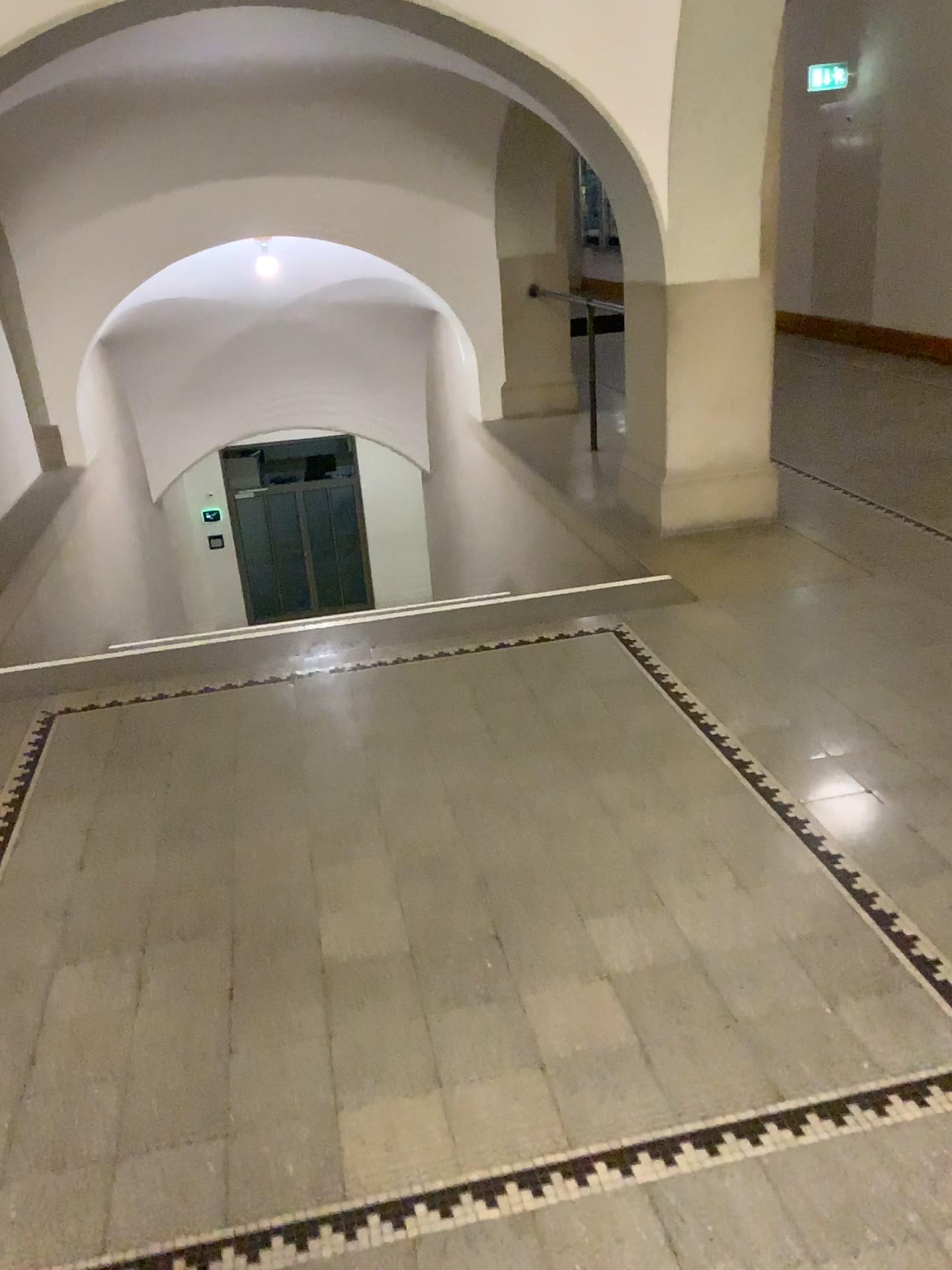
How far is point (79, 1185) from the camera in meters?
1.8
